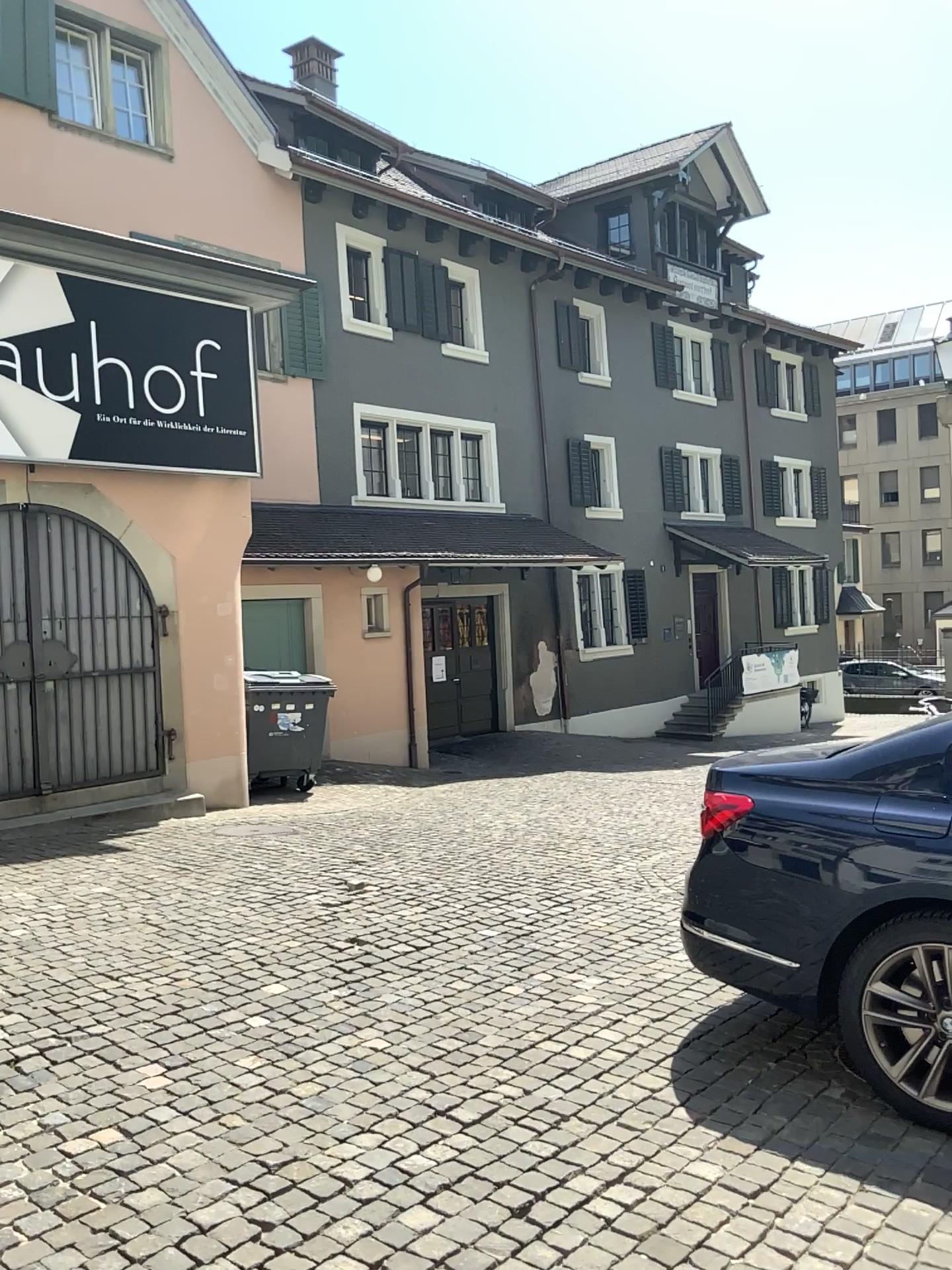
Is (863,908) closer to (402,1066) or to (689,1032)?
(689,1032)
